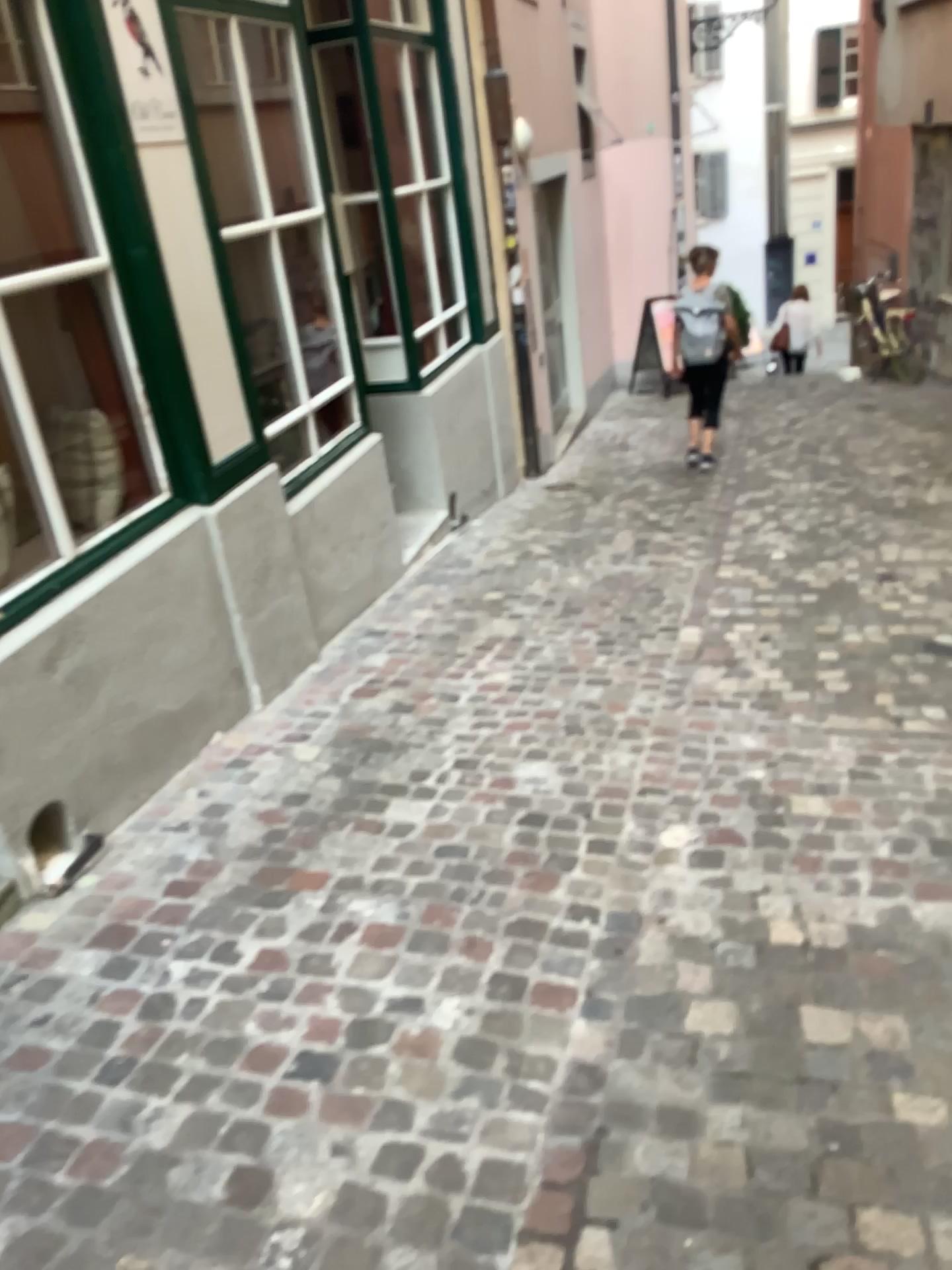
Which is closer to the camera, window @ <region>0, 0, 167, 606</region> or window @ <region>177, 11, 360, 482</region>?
window @ <region>0, 0, 167, 606</region>

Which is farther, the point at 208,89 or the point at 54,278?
the point at 208,89

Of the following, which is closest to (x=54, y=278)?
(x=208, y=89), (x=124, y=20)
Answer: (x=124, y=20)

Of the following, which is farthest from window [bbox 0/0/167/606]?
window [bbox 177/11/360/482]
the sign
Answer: window [bbox 177/11/360/482]

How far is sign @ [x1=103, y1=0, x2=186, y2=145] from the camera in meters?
3.1 m

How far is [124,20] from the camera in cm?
309

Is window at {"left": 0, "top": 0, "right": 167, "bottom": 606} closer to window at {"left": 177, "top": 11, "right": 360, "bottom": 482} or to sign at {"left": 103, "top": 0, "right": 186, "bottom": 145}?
sign at {"left": 103, "top": 0, "right": 186, "bottom": 145}

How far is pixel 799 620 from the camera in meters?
4.3

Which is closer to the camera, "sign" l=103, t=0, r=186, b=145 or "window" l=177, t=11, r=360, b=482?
"sign" l=103, t=0, r=186, b=145
